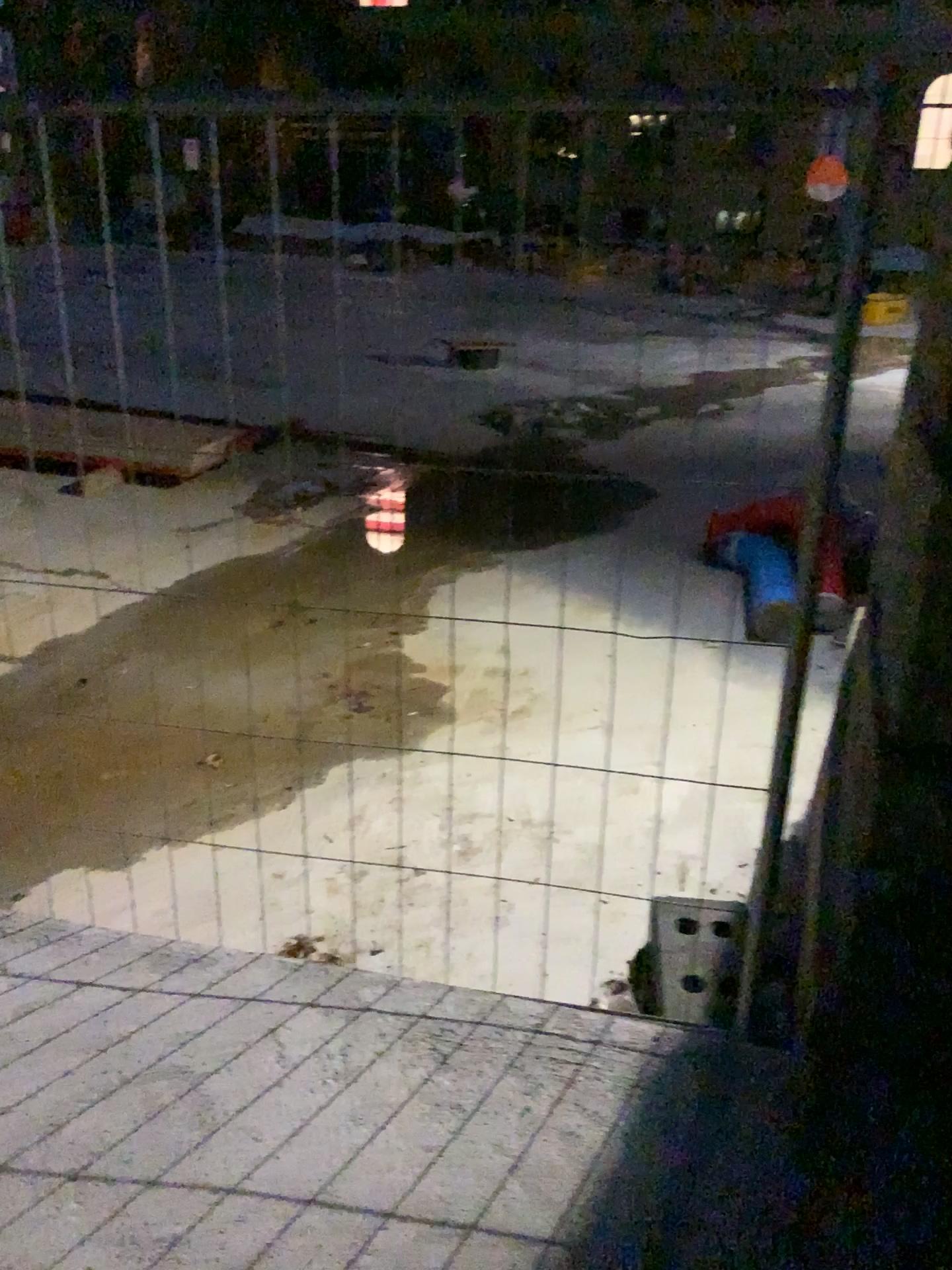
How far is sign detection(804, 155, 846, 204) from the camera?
1.6m

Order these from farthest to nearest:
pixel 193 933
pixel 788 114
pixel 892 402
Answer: pixel 193 933, pixel 892 402, pixel 788 114

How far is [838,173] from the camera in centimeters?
161cm
